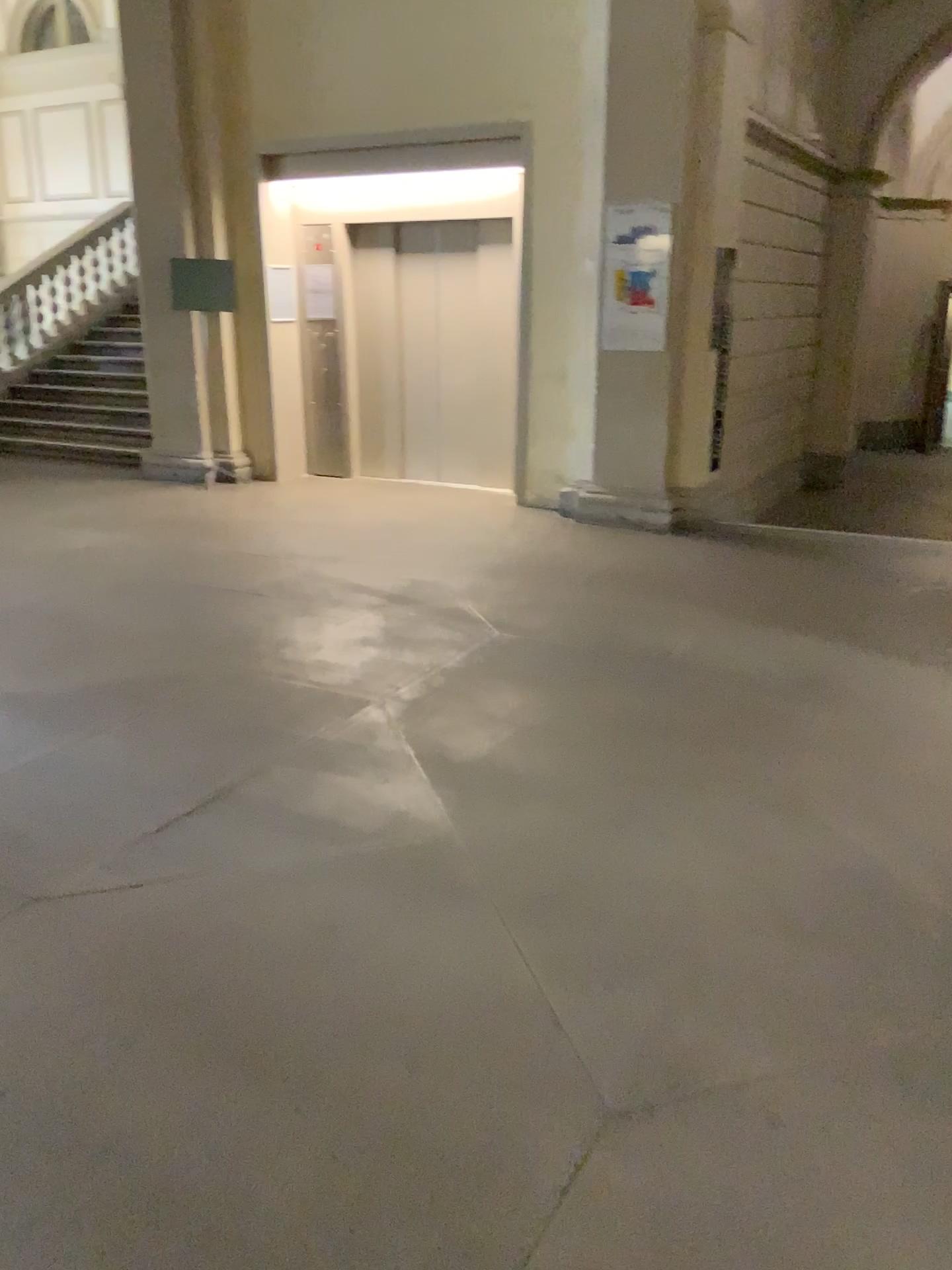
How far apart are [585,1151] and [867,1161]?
0.5 meters
